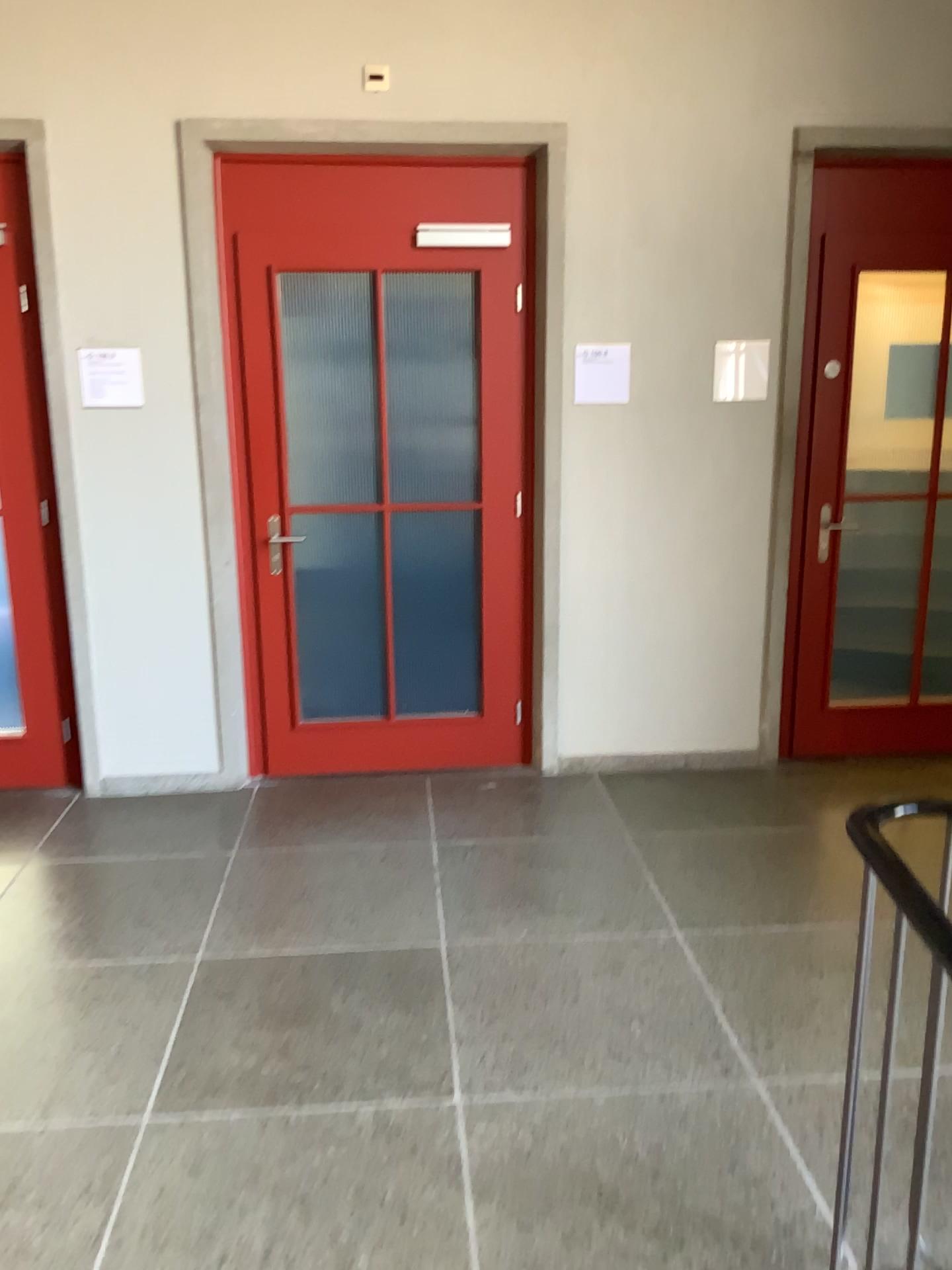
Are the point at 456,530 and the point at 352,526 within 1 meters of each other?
yes

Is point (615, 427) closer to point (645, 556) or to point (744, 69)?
point (645, 556)

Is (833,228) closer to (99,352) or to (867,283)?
(867,283)

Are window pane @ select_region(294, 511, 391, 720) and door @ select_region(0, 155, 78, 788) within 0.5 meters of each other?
no

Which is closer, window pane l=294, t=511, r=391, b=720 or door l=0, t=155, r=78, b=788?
door l=0, t=155, r=78, b=788

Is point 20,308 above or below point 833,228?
below

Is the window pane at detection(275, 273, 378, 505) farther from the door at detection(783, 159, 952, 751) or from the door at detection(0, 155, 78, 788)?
the door at detection(783, 159, 952, 751)

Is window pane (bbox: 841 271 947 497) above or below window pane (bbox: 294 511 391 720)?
above

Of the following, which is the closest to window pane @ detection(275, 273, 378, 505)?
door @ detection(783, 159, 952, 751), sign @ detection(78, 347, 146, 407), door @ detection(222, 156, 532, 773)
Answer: door @ detection(222, 156, 532, 773)

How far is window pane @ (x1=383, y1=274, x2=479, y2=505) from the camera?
3.98m
